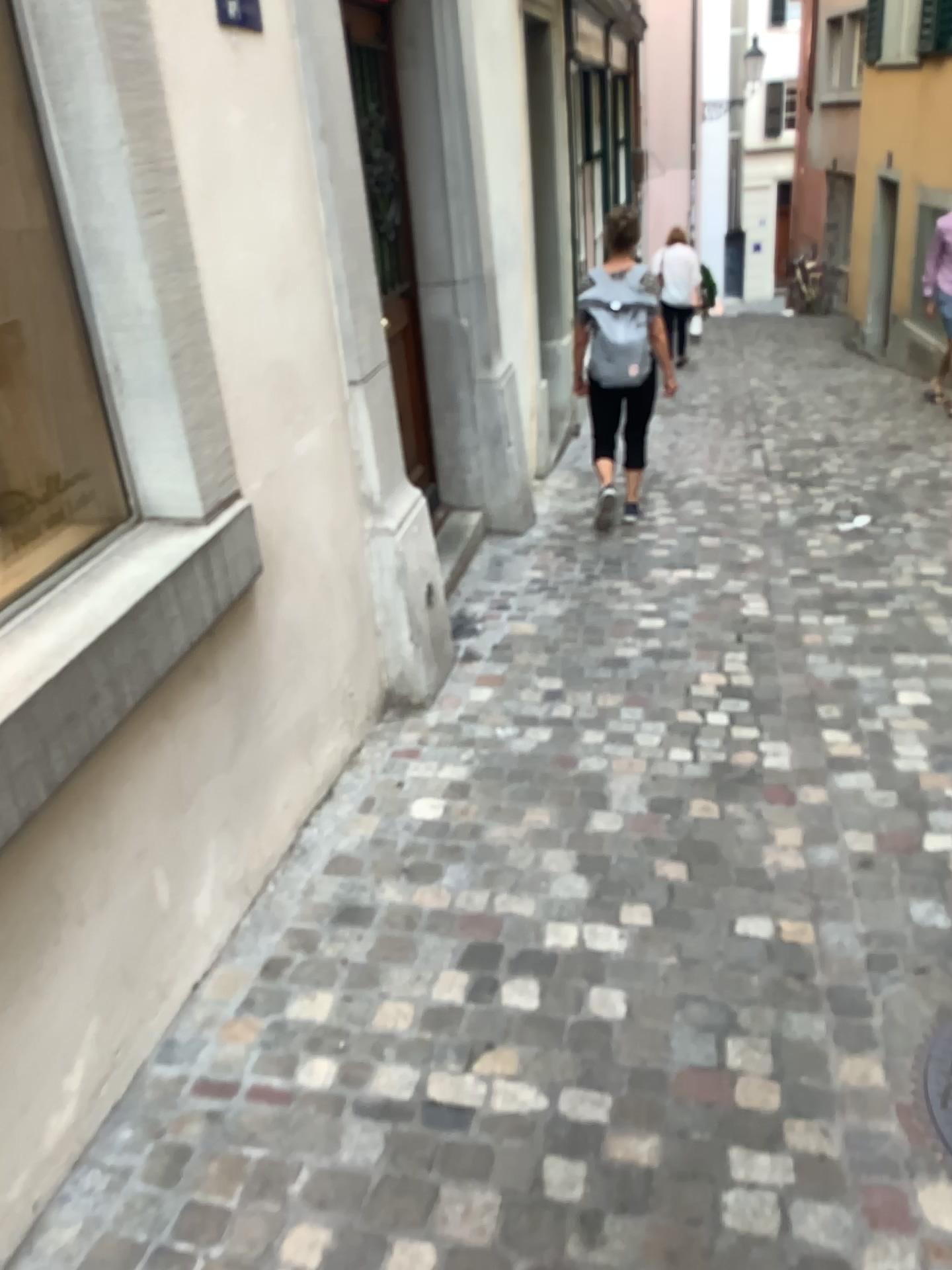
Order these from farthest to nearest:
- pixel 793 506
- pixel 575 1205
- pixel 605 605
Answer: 1. pixel 793 506
2. pixel 605 605
3. pixel 575 1205

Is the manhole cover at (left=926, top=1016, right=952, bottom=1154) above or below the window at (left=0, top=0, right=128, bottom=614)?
below

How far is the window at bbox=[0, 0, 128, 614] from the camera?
2.0m

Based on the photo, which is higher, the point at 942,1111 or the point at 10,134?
the point at 10,134

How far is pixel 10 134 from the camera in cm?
201
